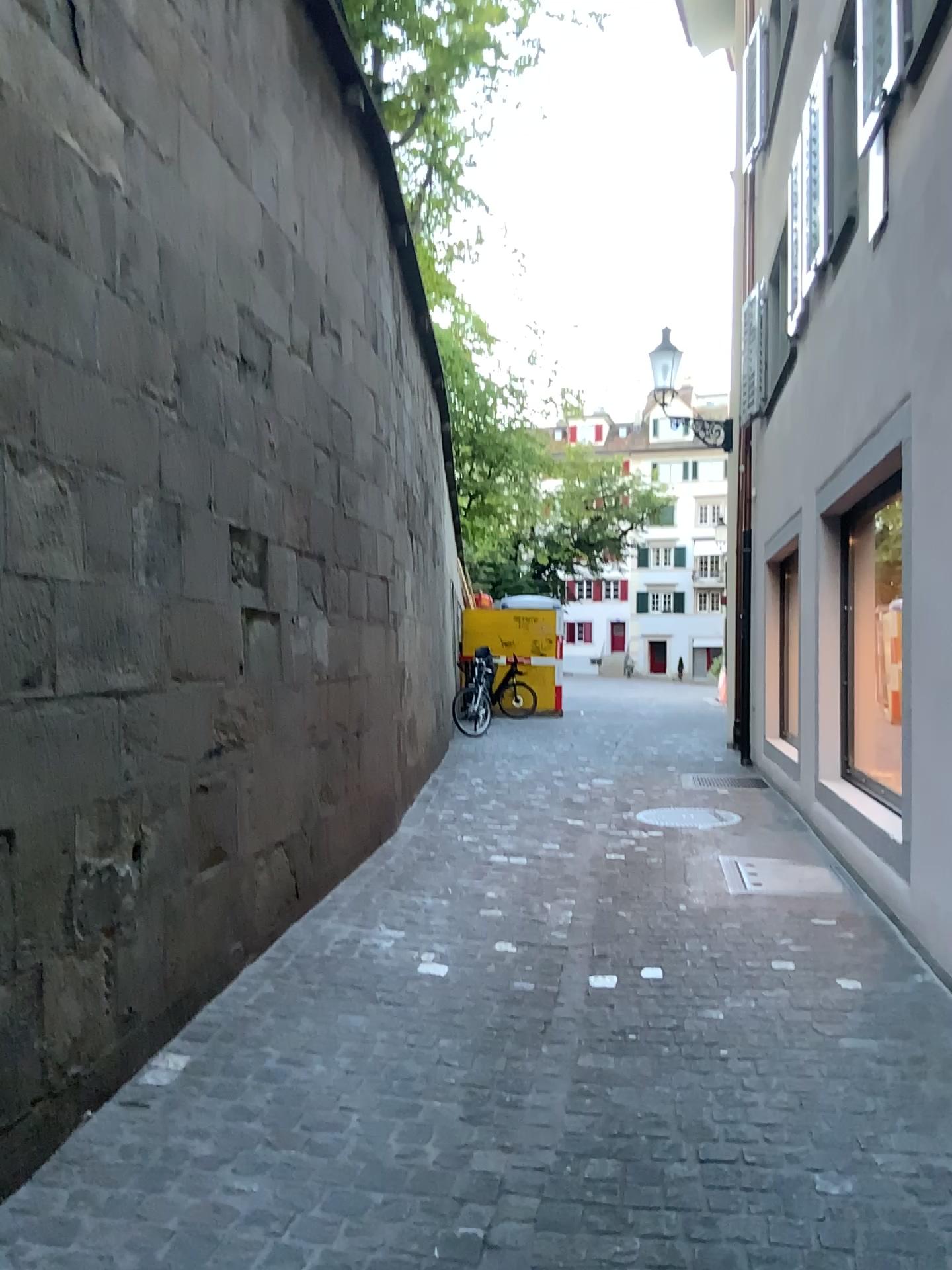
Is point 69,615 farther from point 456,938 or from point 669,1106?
point 456,938
